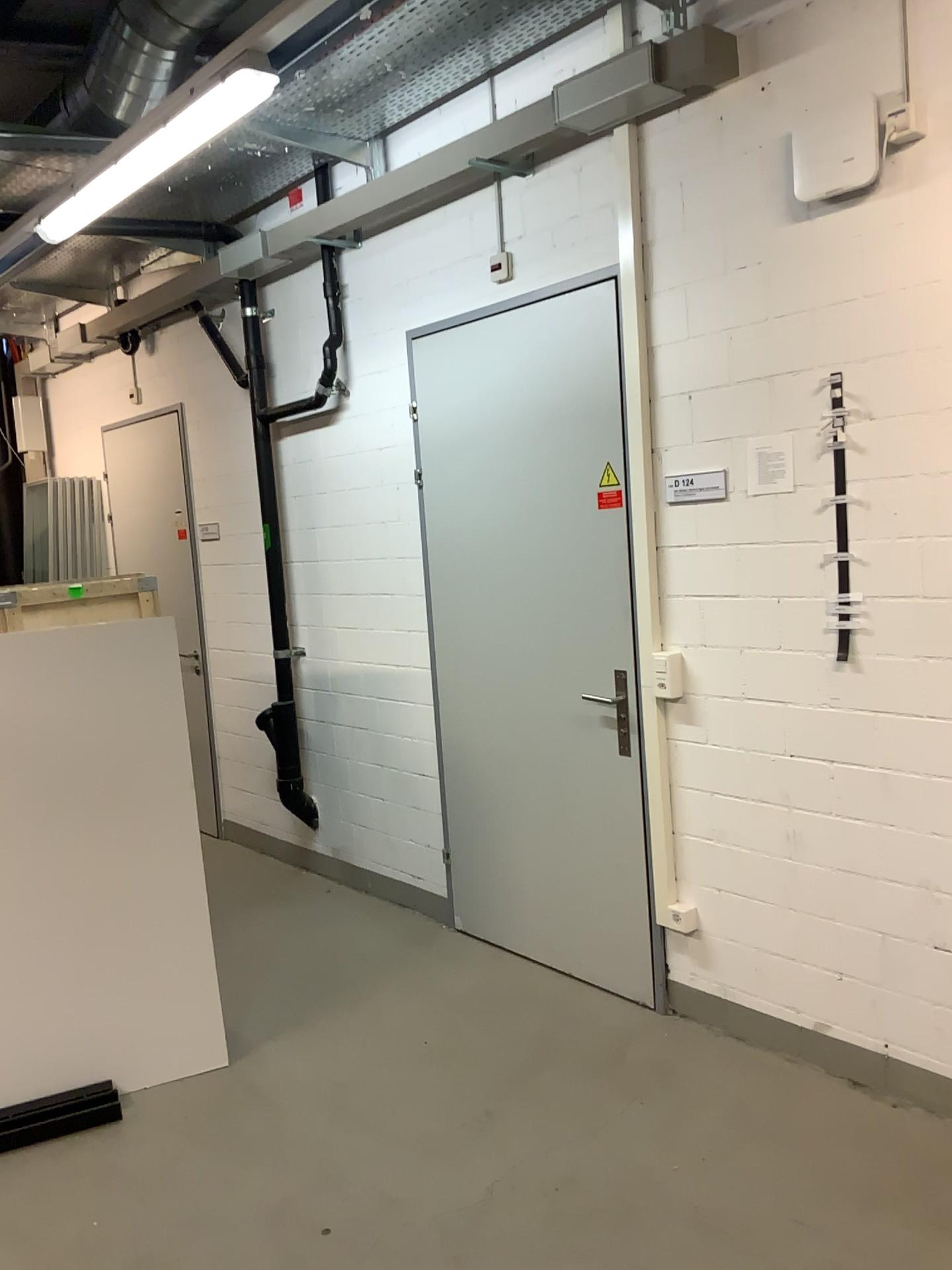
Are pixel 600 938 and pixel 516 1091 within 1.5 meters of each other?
yes

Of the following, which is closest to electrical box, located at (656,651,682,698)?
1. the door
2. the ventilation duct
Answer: the door

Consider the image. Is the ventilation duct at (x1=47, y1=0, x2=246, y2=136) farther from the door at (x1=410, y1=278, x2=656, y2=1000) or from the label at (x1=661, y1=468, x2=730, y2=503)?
the label at (x1=661, y1=468, x2=730, y2=503)

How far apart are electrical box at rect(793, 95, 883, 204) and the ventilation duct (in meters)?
1.93

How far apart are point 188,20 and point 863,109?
2.2 meters

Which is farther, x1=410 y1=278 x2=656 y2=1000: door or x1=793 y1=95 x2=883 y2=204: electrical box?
x1=410 y1=278 x2=656 y2=1000: door

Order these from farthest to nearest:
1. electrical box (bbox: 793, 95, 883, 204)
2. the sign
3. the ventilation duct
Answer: the ventilation duct, the sign, electrical box (bbox: 793, 95, 883, 204)

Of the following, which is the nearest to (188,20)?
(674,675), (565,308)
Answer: (565,308)

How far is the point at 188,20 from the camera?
3.44m

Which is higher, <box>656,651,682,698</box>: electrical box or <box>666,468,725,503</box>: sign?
<box>666,468,725,503</box>: sign
